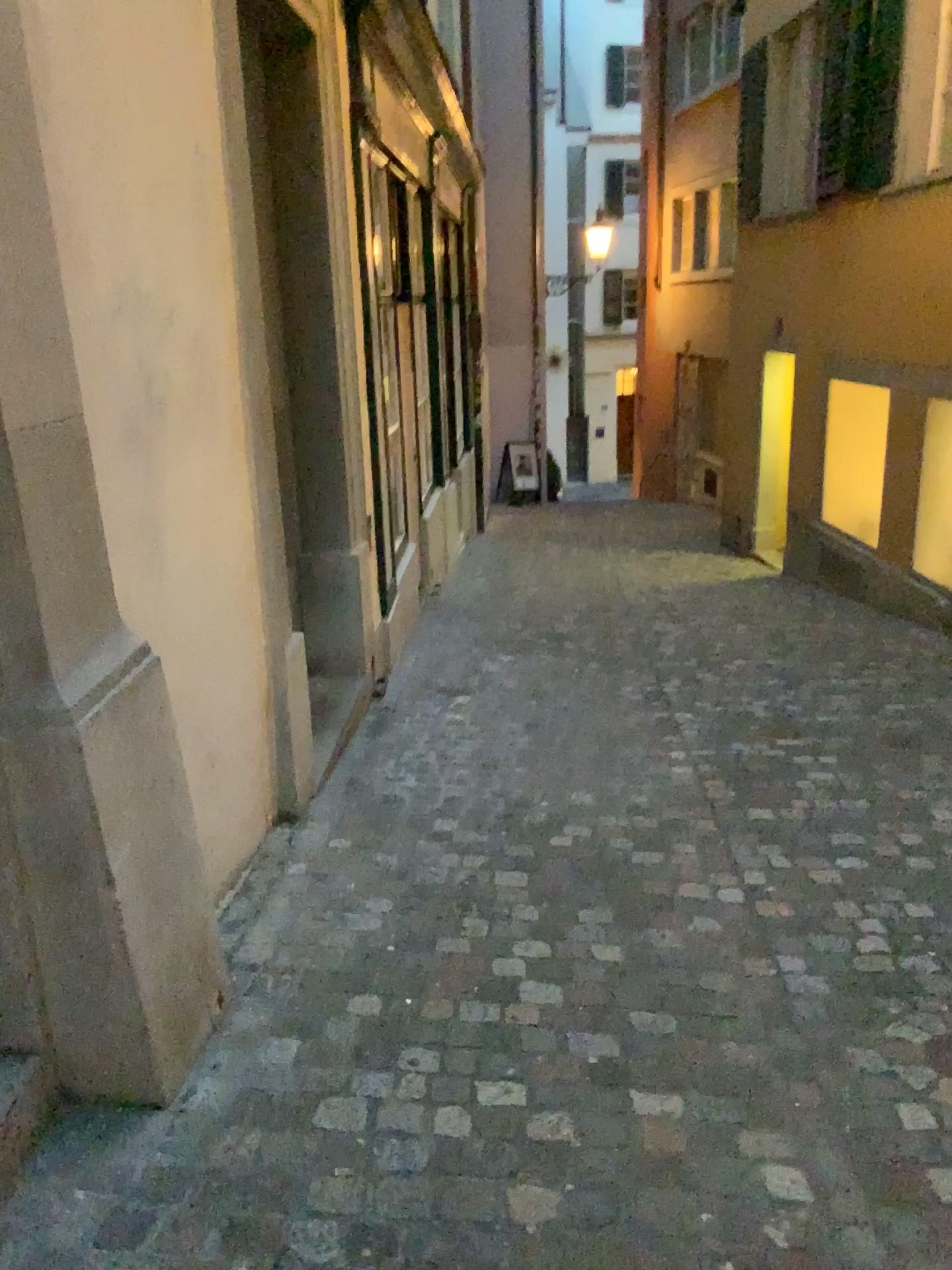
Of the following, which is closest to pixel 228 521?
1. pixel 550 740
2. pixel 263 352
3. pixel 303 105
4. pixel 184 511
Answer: pixel 184 511
